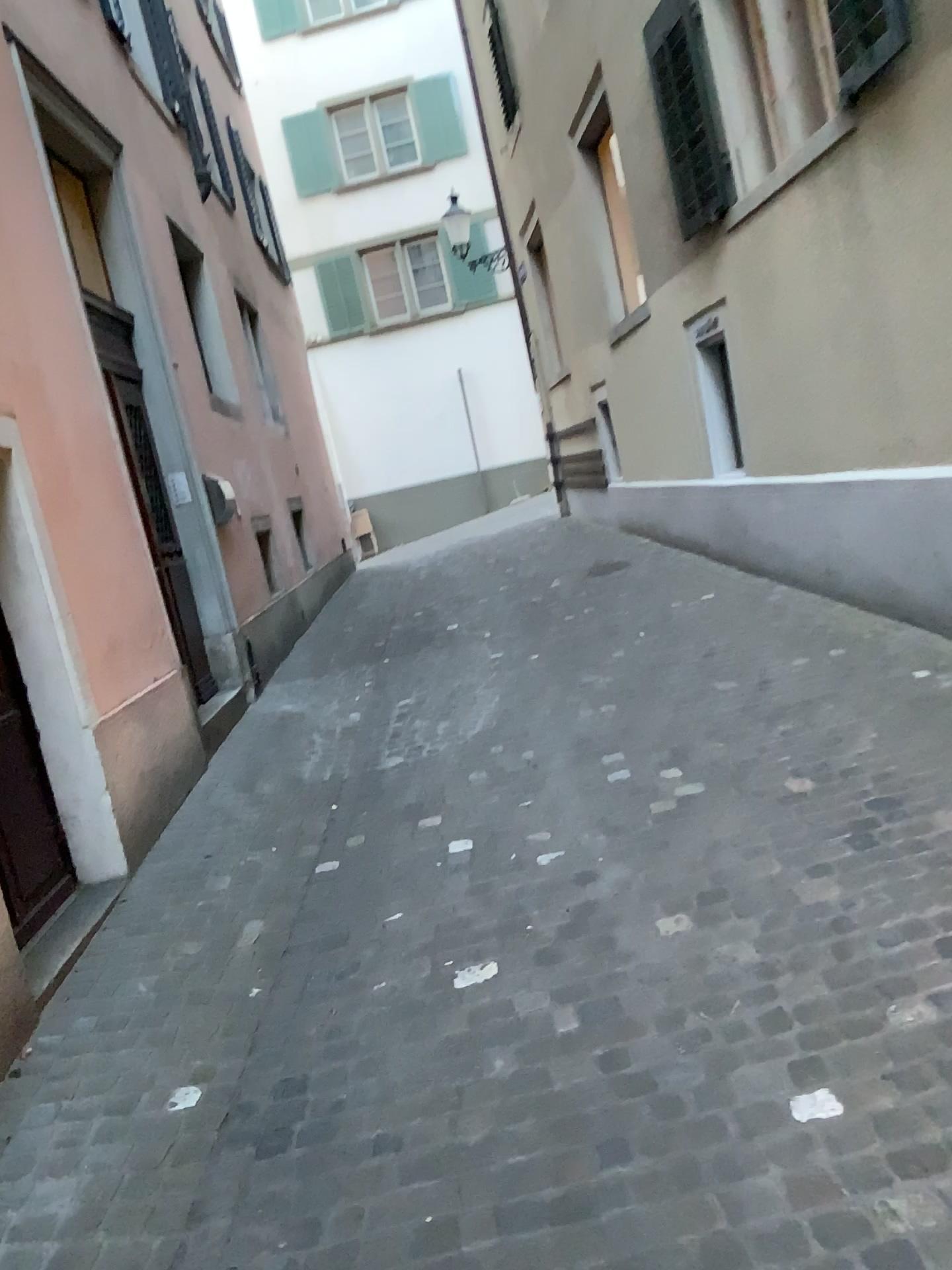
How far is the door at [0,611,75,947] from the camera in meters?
3.5 m

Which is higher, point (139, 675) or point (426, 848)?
point (139, 675)

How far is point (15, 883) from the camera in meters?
3.5 m
